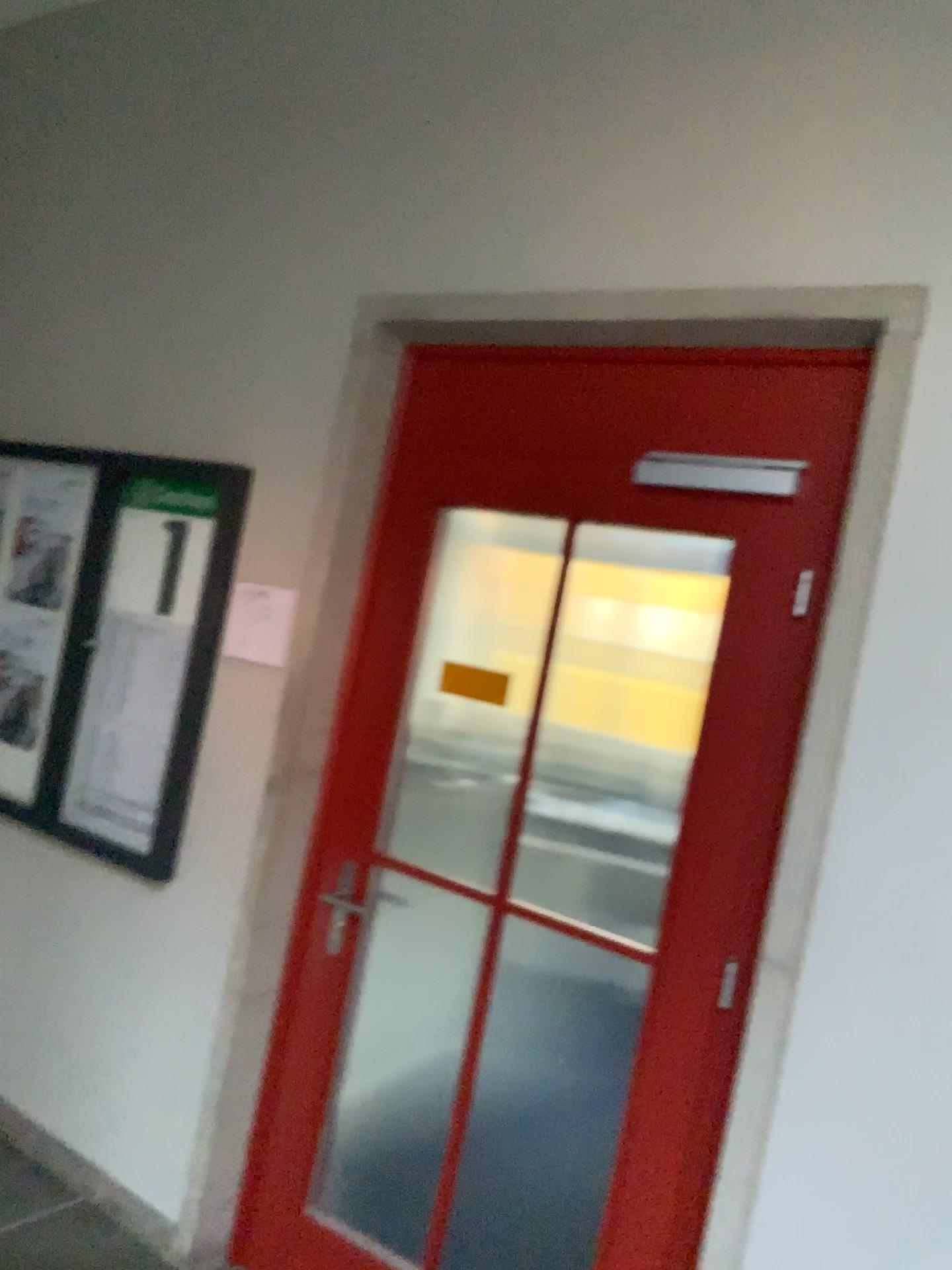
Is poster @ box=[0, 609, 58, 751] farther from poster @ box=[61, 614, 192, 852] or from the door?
the door

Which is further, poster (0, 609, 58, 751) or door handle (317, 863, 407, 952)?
poster (0, 609, 58, 751)

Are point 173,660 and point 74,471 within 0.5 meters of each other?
no

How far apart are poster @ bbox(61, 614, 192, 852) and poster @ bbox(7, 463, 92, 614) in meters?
0.3

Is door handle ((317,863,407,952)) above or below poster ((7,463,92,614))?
below

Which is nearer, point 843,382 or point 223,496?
point 843,382

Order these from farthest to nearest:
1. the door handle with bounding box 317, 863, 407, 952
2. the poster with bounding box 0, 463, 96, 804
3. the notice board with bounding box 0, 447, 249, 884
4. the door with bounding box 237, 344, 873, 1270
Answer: the poster with bounding box 0, 463, 96, 804, the notice board with bounding box 0, 447, 249, 884, the door handle with bounding box 317, 863, 407, 952, the door with bounding box 237, 344, 873, 1270

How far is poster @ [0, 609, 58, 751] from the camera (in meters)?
3.28

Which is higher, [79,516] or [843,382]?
[843,382]

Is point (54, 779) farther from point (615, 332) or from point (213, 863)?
point (615, 332)
